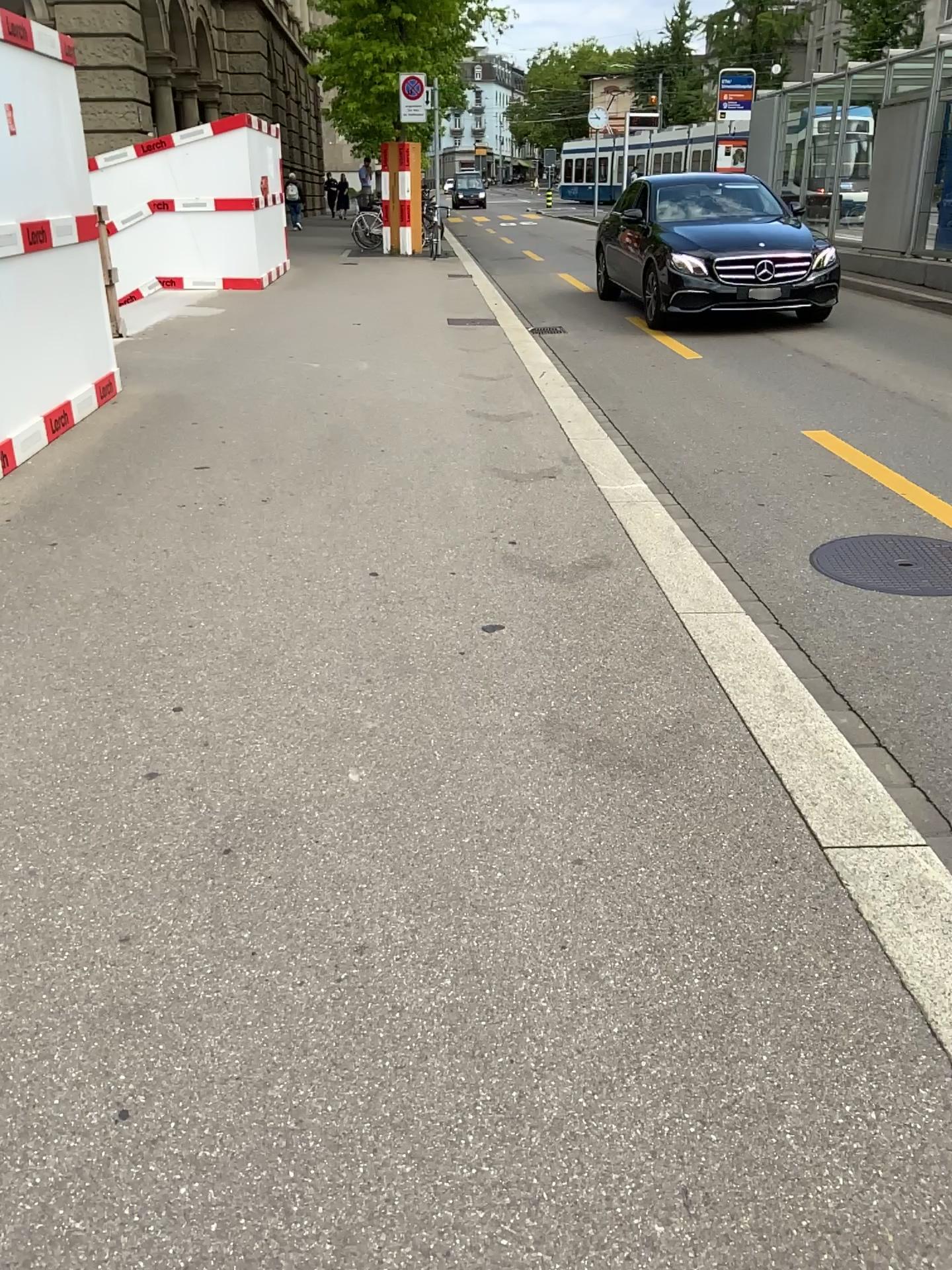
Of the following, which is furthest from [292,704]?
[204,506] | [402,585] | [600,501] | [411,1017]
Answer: [600,501]

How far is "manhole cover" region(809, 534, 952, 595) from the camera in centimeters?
416cm

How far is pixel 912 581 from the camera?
4.16m
